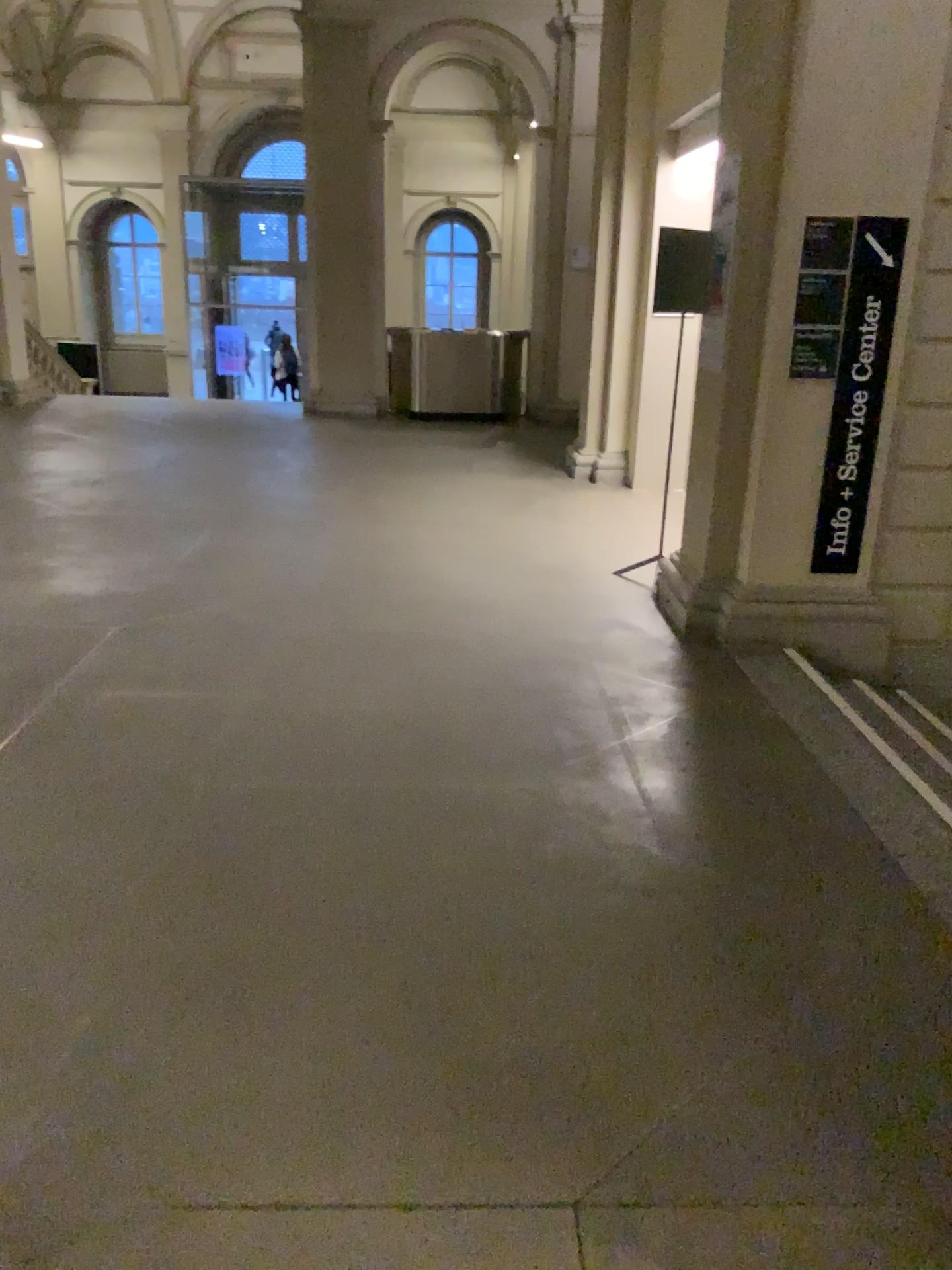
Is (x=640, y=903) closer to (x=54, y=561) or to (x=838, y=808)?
(x=838, y=808)

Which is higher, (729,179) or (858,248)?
(729,179)
